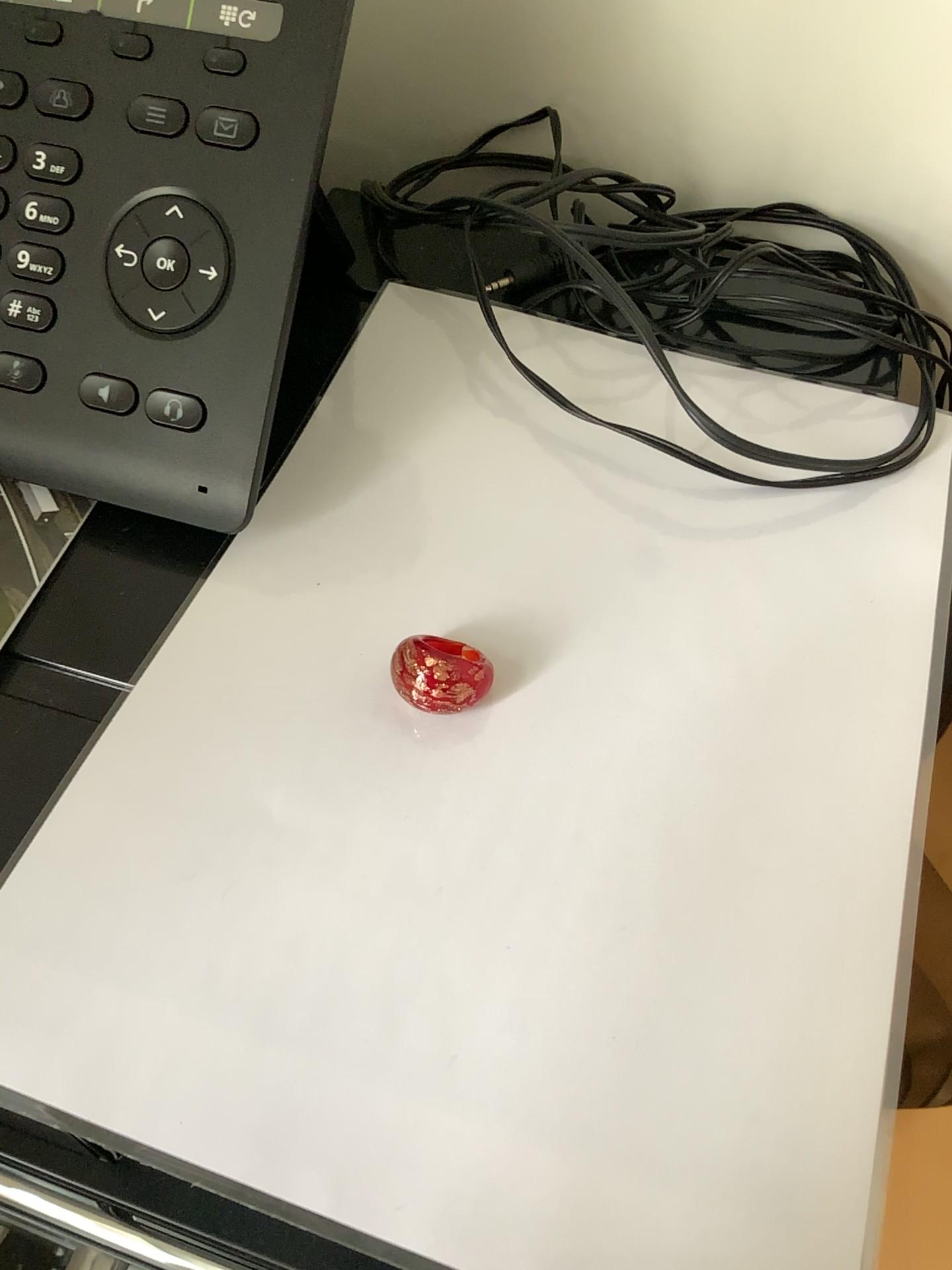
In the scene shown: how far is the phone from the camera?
0.3m

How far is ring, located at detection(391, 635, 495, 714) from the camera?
0.29m

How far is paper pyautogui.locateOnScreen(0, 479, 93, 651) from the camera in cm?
32

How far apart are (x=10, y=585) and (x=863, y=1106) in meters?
0.3 m

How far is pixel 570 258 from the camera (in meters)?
0.36

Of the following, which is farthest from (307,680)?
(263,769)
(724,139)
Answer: (724,139)

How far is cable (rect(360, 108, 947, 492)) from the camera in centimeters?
36cm

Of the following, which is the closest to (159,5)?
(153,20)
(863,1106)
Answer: (153,20)

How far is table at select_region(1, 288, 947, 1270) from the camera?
0.2m
